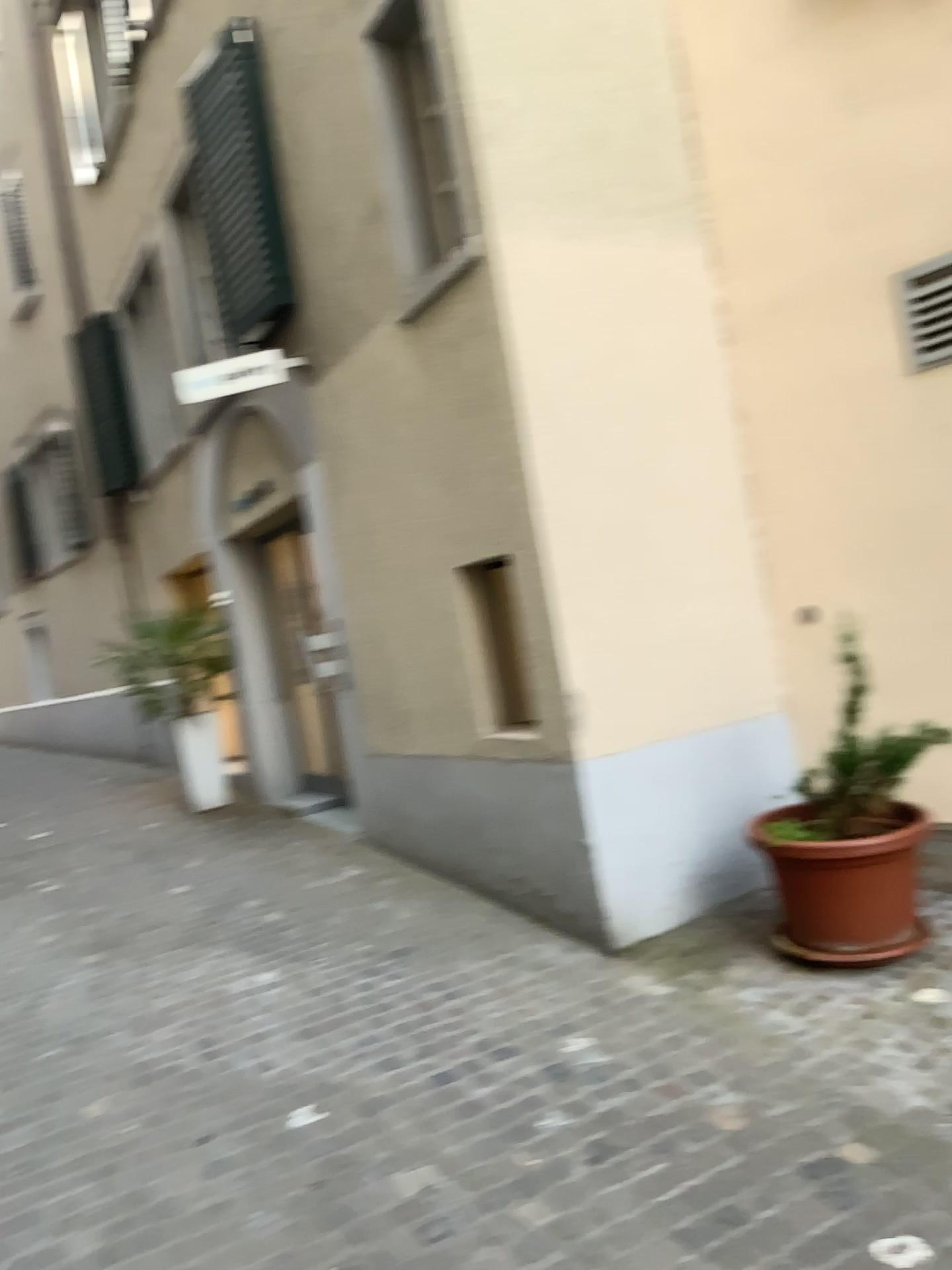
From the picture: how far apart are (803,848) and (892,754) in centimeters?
49cm

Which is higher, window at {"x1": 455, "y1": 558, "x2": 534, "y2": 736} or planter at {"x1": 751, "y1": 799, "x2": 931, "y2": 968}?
window at {"x1": 455, "y1": 558, "x2": 534, "y2": 736}

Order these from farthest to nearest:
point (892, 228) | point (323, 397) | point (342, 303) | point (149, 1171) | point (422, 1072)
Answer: point (323, 397)
point (342, 303)
point (892, 228)
point (422, 1072)
point (149, 1171)

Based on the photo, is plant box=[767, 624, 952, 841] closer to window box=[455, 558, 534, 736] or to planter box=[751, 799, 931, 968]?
planter box=[751, 799, 931, 968]

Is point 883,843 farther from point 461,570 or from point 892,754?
point 461,570

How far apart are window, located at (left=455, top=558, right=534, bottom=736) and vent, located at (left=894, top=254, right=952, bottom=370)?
1.9 meters

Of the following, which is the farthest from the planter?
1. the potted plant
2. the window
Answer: the window

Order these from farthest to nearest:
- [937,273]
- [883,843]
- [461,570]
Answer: [461,570] < [937,273] < [883,843]

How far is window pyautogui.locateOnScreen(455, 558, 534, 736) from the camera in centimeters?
471cm

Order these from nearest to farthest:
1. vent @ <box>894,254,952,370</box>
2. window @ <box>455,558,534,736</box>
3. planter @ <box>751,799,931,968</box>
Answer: planter @ <box>751,799,931,968</box> → vent @ <box>894,254,952,370</box> → window @ <box>455,558,534,736</box>
